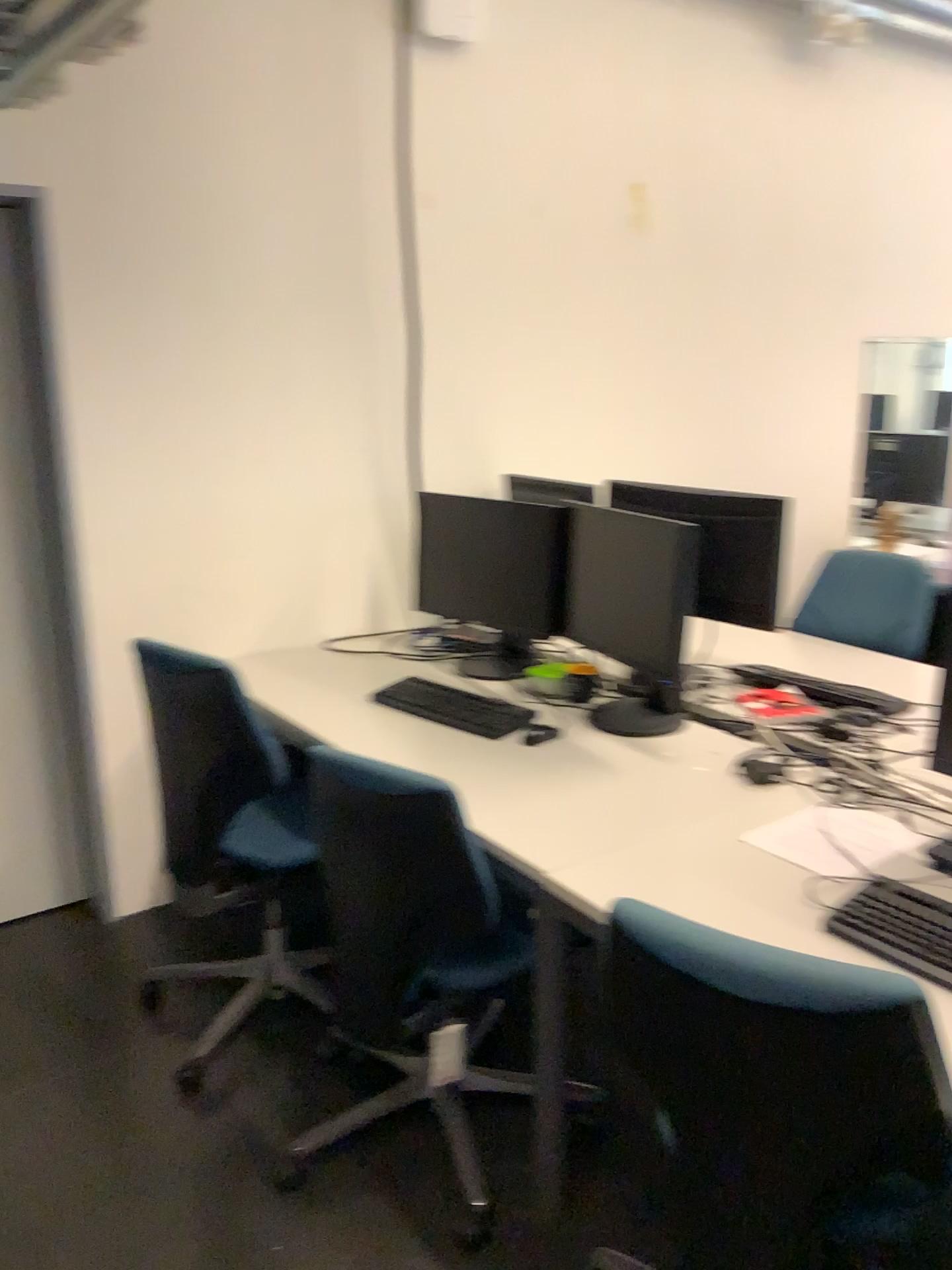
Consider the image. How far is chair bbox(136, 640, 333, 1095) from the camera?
2.3 meters

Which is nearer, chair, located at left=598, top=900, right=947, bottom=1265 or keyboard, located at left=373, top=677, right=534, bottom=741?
chair, located at left=598, top=900, right=947, bottom=1265

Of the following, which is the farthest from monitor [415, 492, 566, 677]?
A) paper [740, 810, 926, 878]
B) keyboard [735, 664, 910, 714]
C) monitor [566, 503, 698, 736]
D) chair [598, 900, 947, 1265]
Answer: chair [598, 900, 947, 1265]

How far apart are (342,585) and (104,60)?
1.55m

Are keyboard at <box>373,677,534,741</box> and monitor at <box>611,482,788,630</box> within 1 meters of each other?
yes

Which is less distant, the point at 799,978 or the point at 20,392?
the point at 799,978

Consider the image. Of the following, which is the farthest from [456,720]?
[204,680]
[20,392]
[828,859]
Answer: [20,392]

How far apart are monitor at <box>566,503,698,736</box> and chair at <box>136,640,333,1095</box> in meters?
0.8 m

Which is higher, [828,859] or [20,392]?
[20,392]

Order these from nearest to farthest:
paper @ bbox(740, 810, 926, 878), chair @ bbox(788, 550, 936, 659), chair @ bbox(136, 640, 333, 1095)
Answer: paper @ bbox(740, 810, 926, 878) → chair @ bbox(136, 640, 333, 1095) → chair @ bbox(788, 550, 936, 659)
